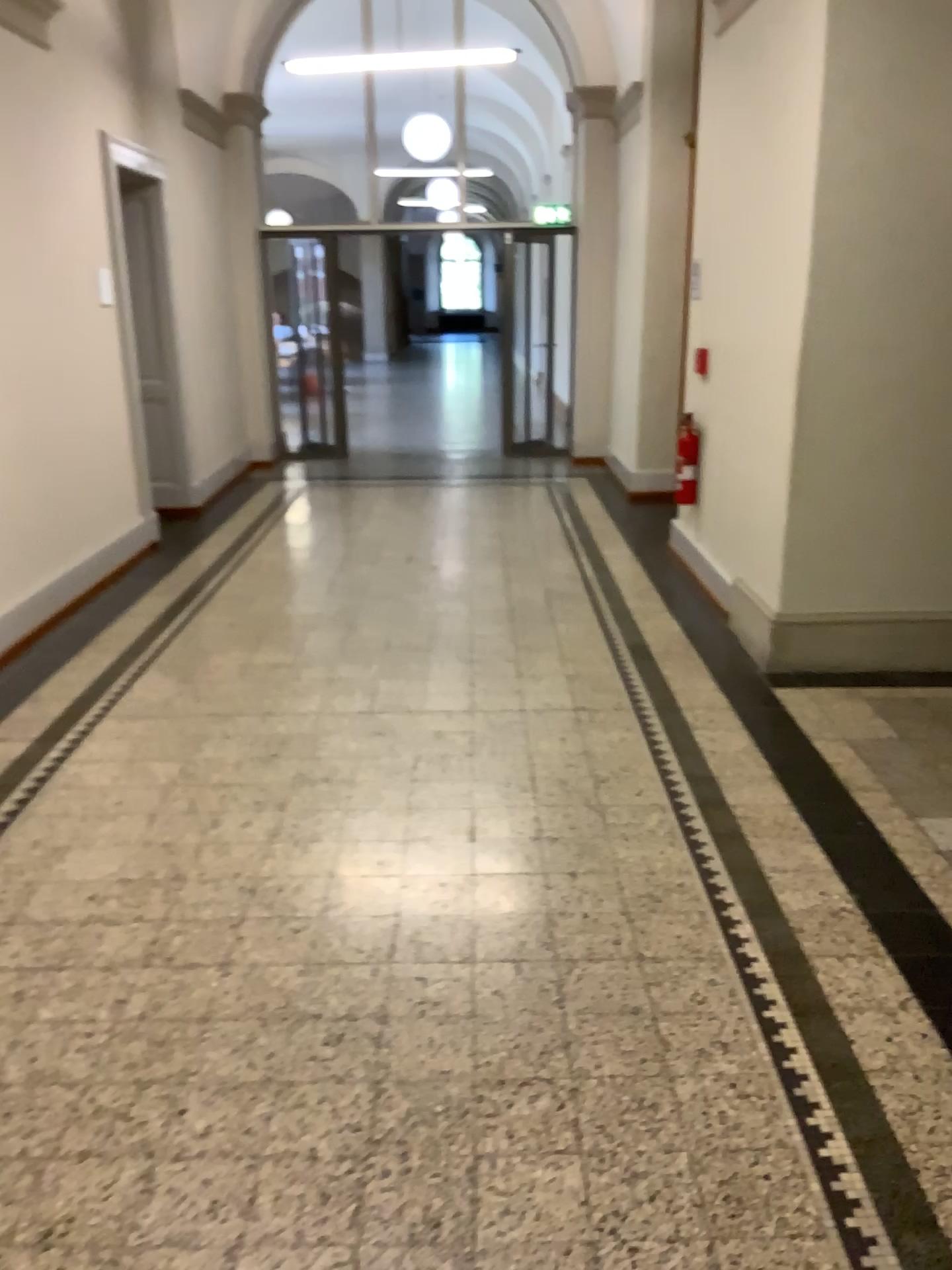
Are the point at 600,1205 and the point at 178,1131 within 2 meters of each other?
yes
